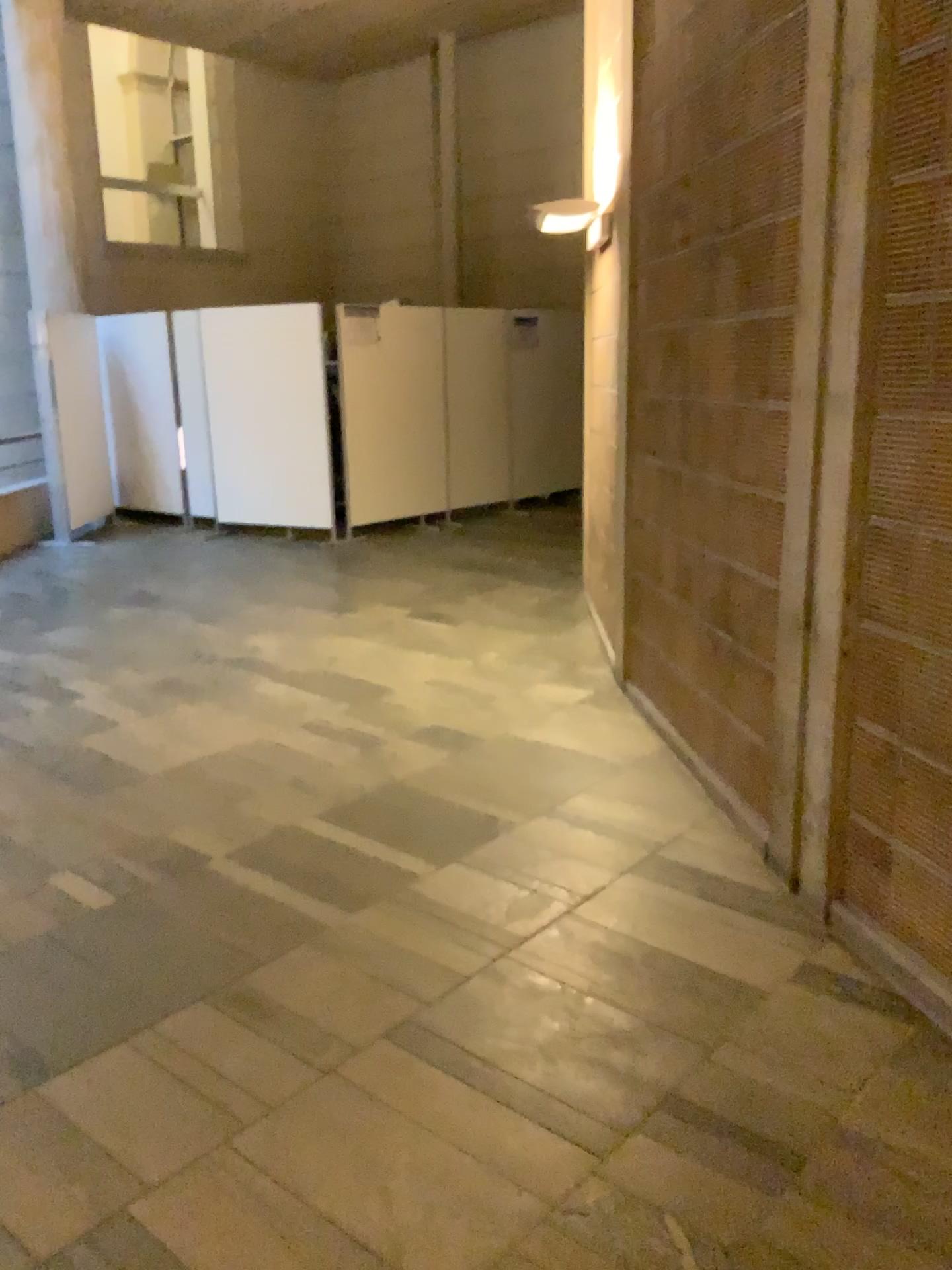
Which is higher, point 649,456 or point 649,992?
point 649,456
